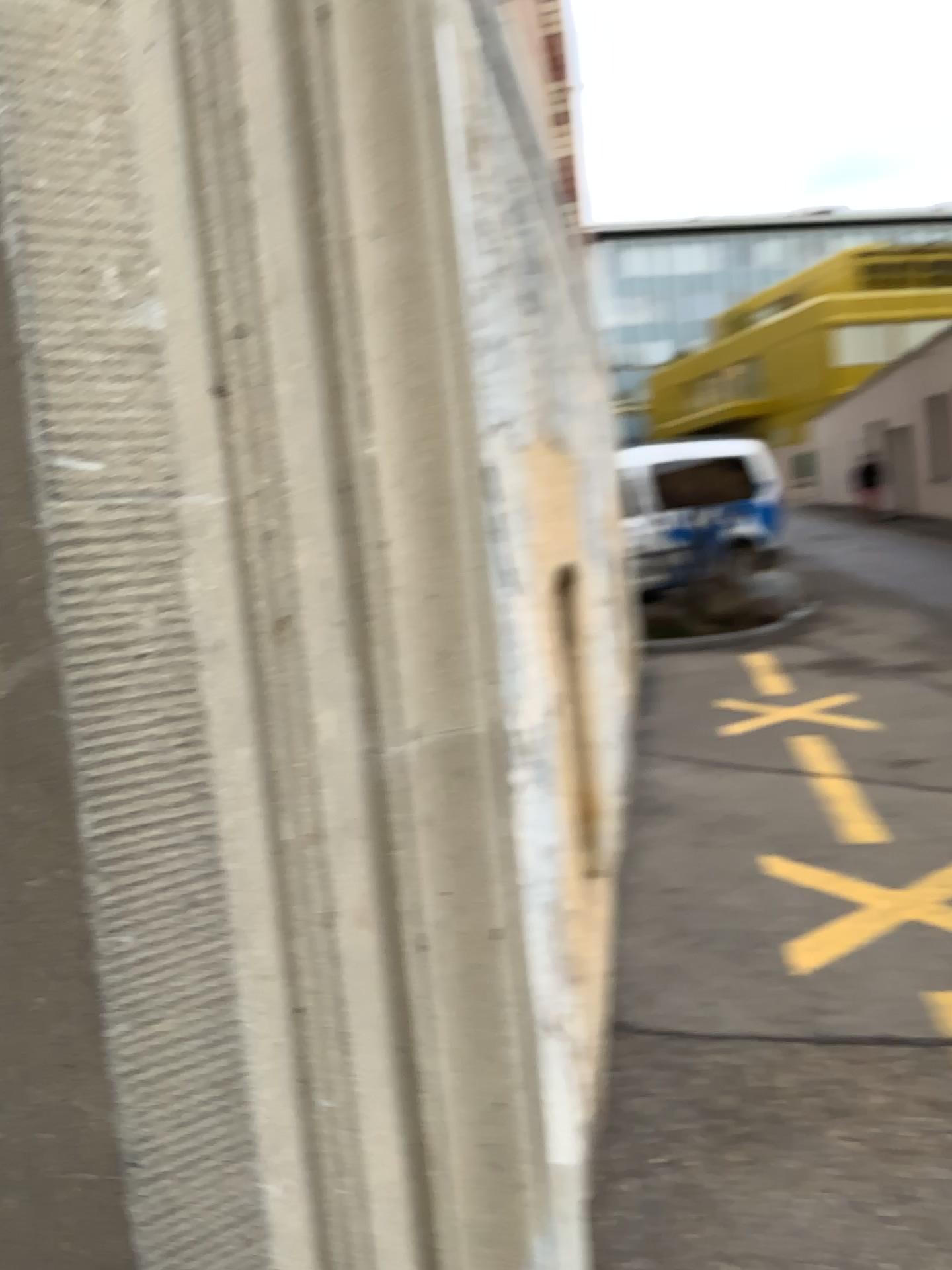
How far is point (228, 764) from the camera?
0.4 meters
